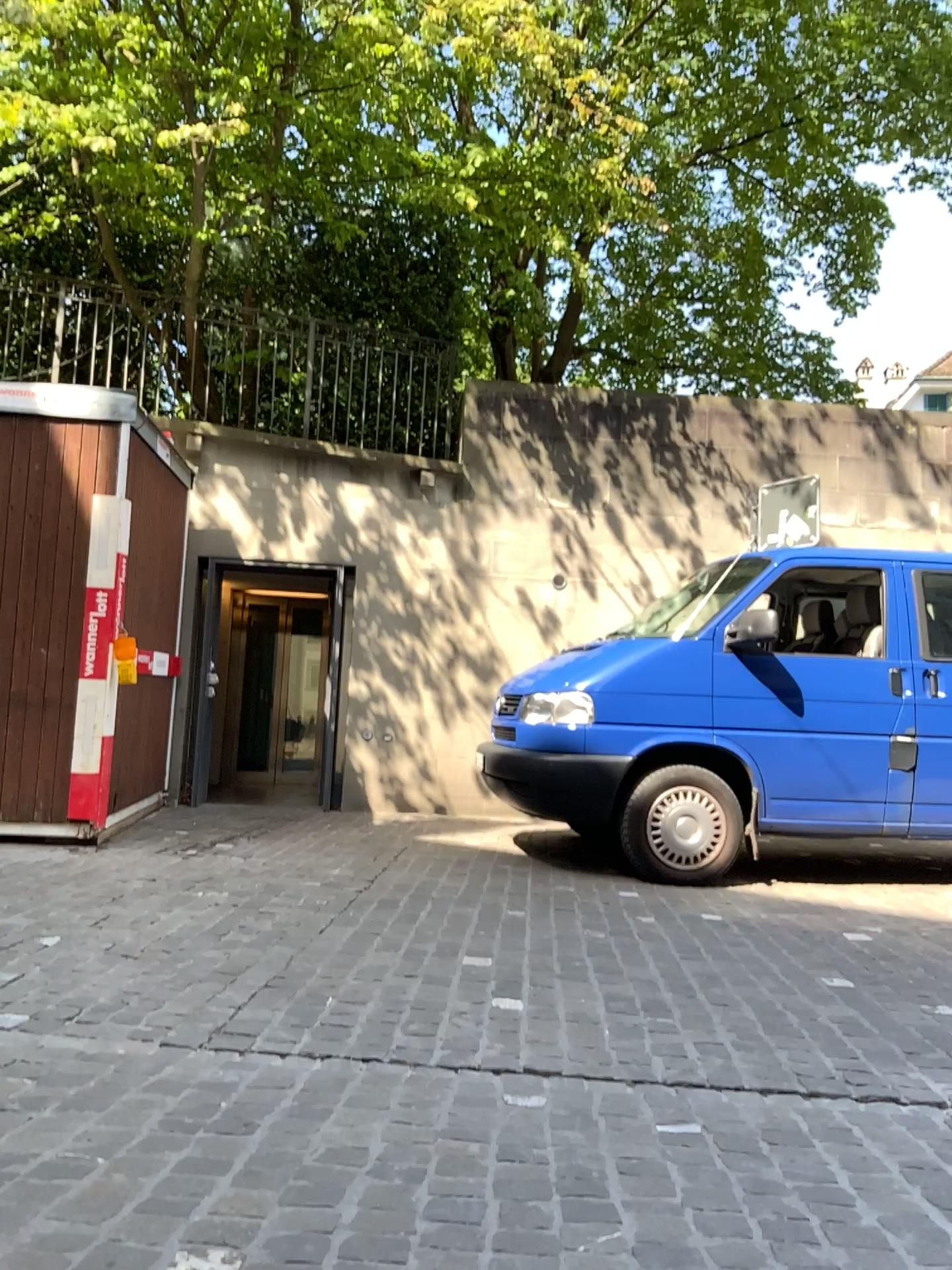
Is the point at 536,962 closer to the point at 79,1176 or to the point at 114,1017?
the point at 114,1017
